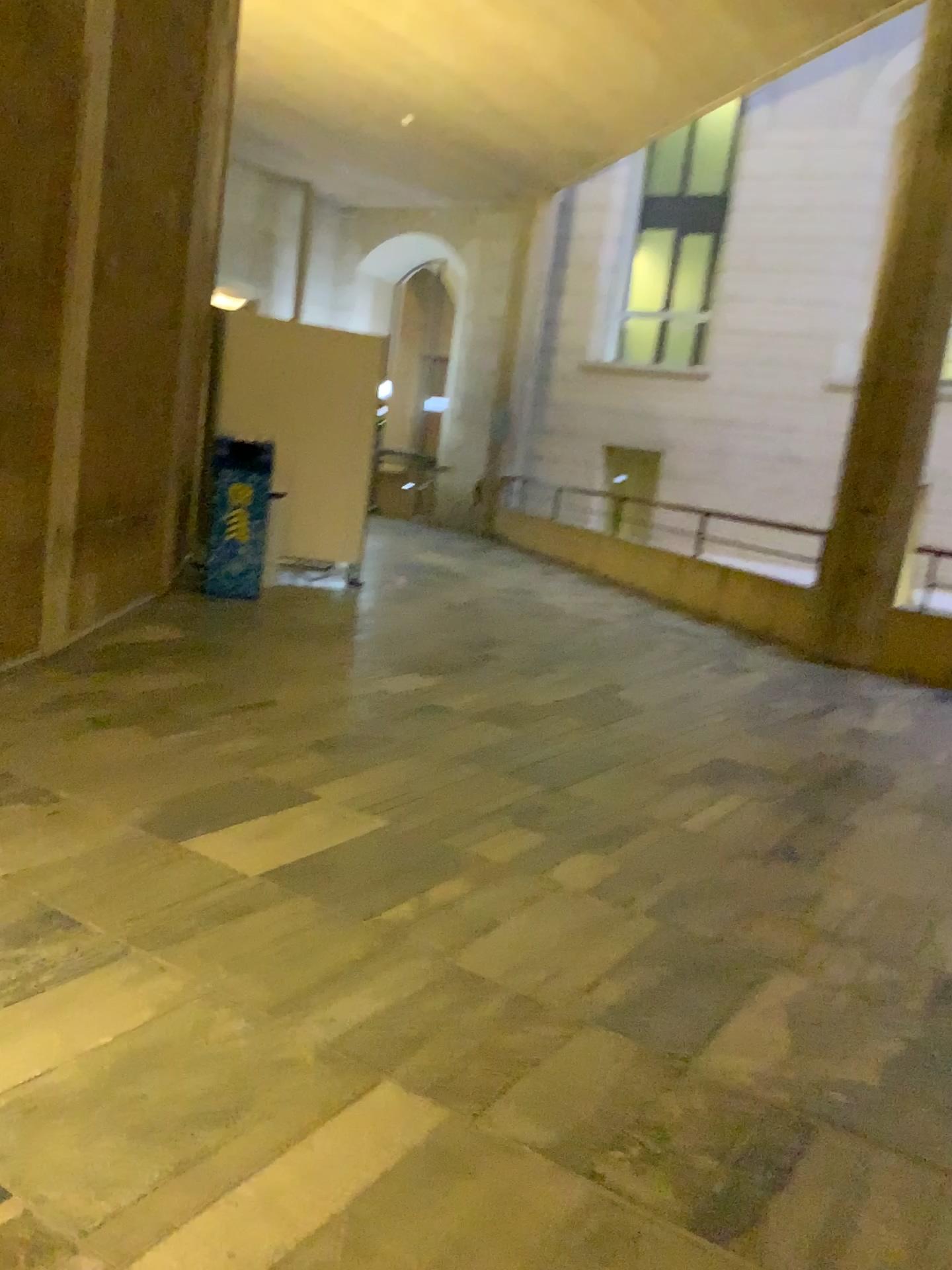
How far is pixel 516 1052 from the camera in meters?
2.0
